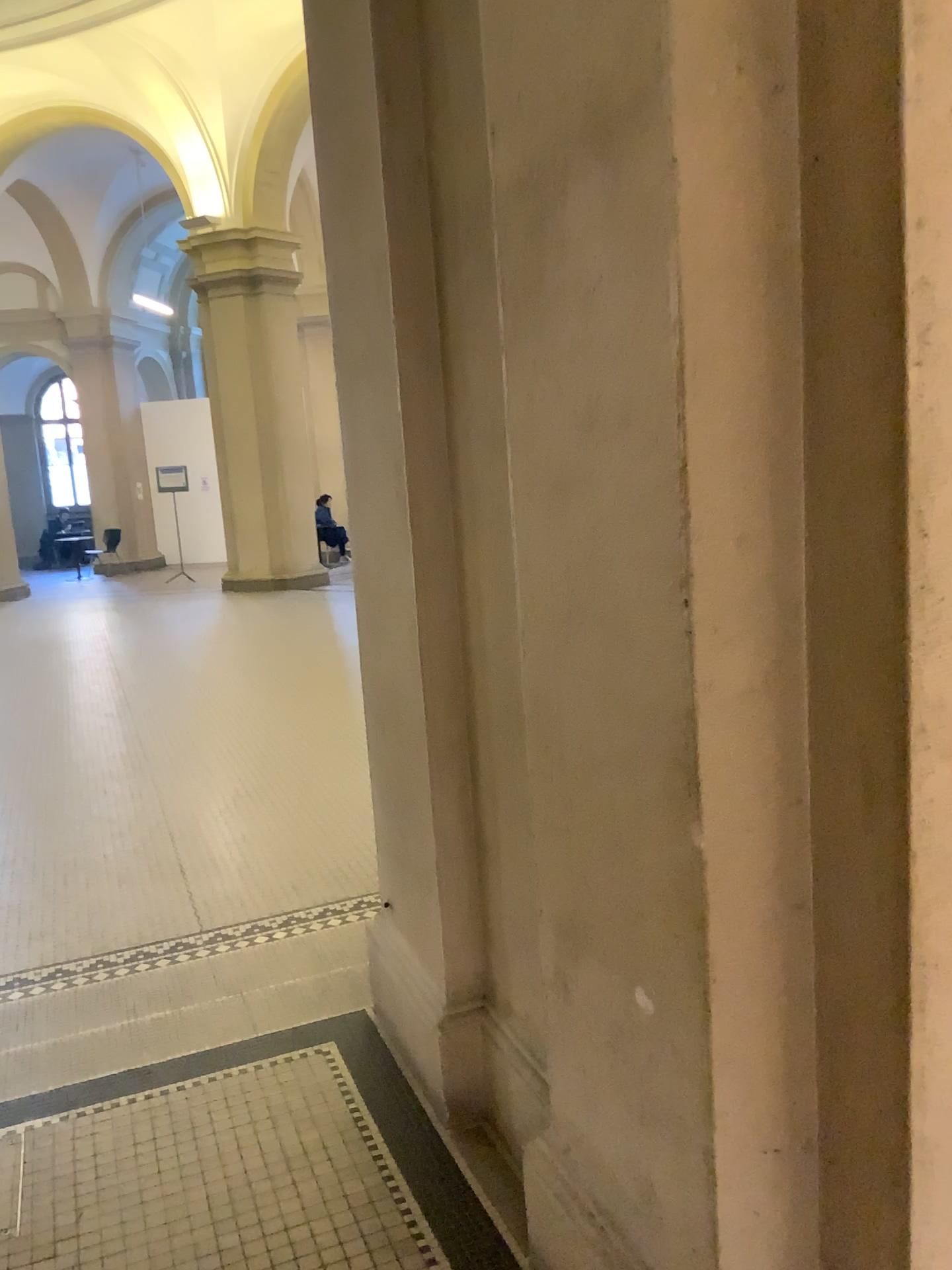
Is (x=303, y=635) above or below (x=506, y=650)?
below
